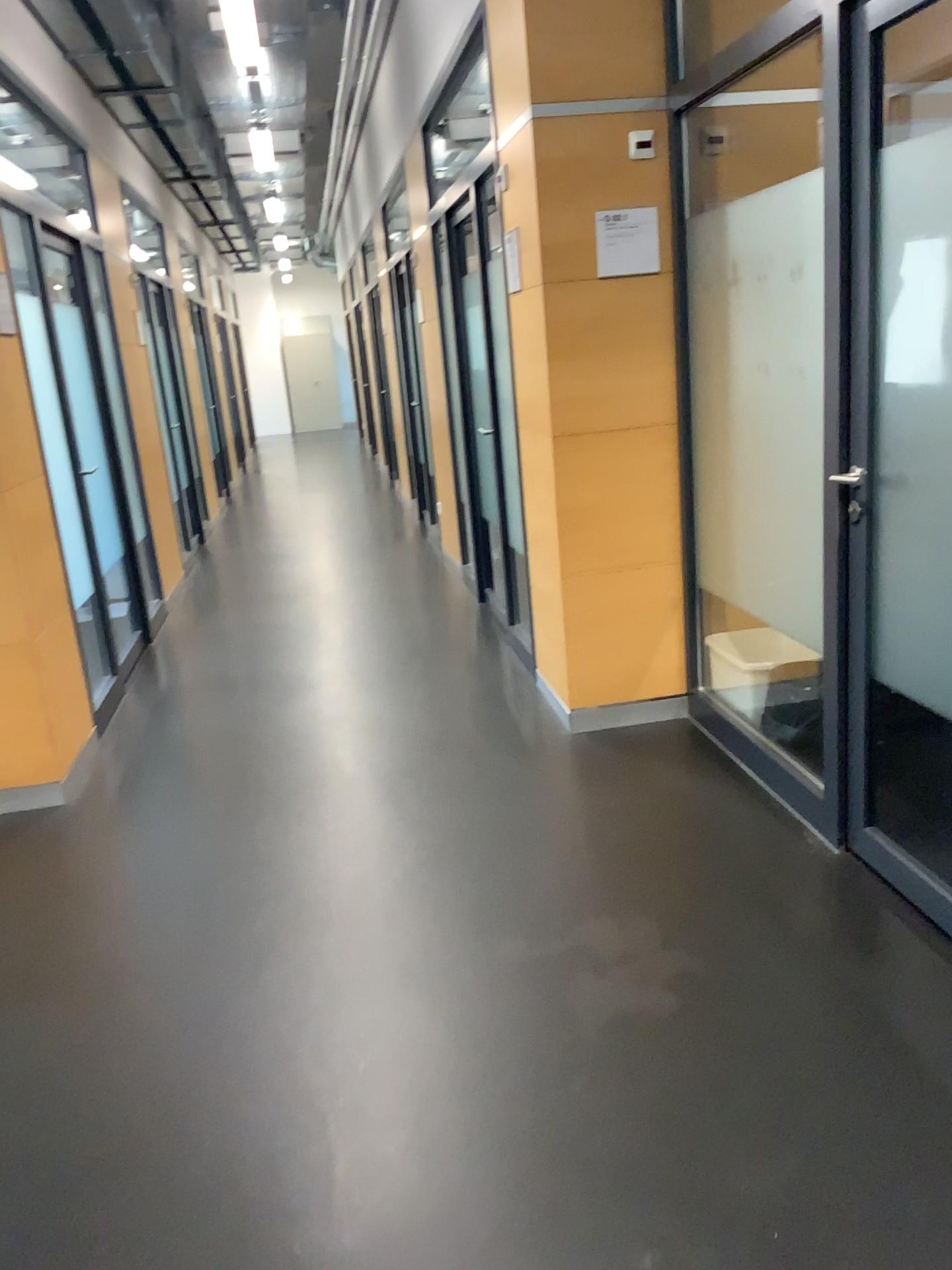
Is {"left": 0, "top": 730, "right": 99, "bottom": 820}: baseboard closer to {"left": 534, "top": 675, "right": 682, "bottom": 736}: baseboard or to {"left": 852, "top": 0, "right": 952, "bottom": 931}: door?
{"left": 534, "top": 675, "right": 682, "bottom": 736}: baseboard

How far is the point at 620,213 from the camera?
3.5m

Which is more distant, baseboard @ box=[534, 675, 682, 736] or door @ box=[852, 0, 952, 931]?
baseboard @ box=[534, 675, 682, 736]

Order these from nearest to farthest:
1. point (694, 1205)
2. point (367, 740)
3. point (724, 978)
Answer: point (694, 1205), point (724, 978), point (367, 740)

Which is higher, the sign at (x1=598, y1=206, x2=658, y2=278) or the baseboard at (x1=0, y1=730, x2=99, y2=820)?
the sign at (x1=598, y1=206, x2=658, y2=278)

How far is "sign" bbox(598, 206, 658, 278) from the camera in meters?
3.5

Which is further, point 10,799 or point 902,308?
point 10,799

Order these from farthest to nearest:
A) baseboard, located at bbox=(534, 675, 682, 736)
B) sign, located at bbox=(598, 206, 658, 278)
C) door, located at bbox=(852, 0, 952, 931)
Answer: baseboard, located at bbox=(534, 675, 682, 736), sign, located at bbox=(598, 206, 658, 278), door, located at bbox=(852, 0, 952, 931)

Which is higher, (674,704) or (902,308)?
(902,308)

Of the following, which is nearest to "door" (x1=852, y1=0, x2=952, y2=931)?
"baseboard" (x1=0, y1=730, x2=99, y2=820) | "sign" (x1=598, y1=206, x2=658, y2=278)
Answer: "sign" (x1=598, y1=206, x2=658, y2=278)
